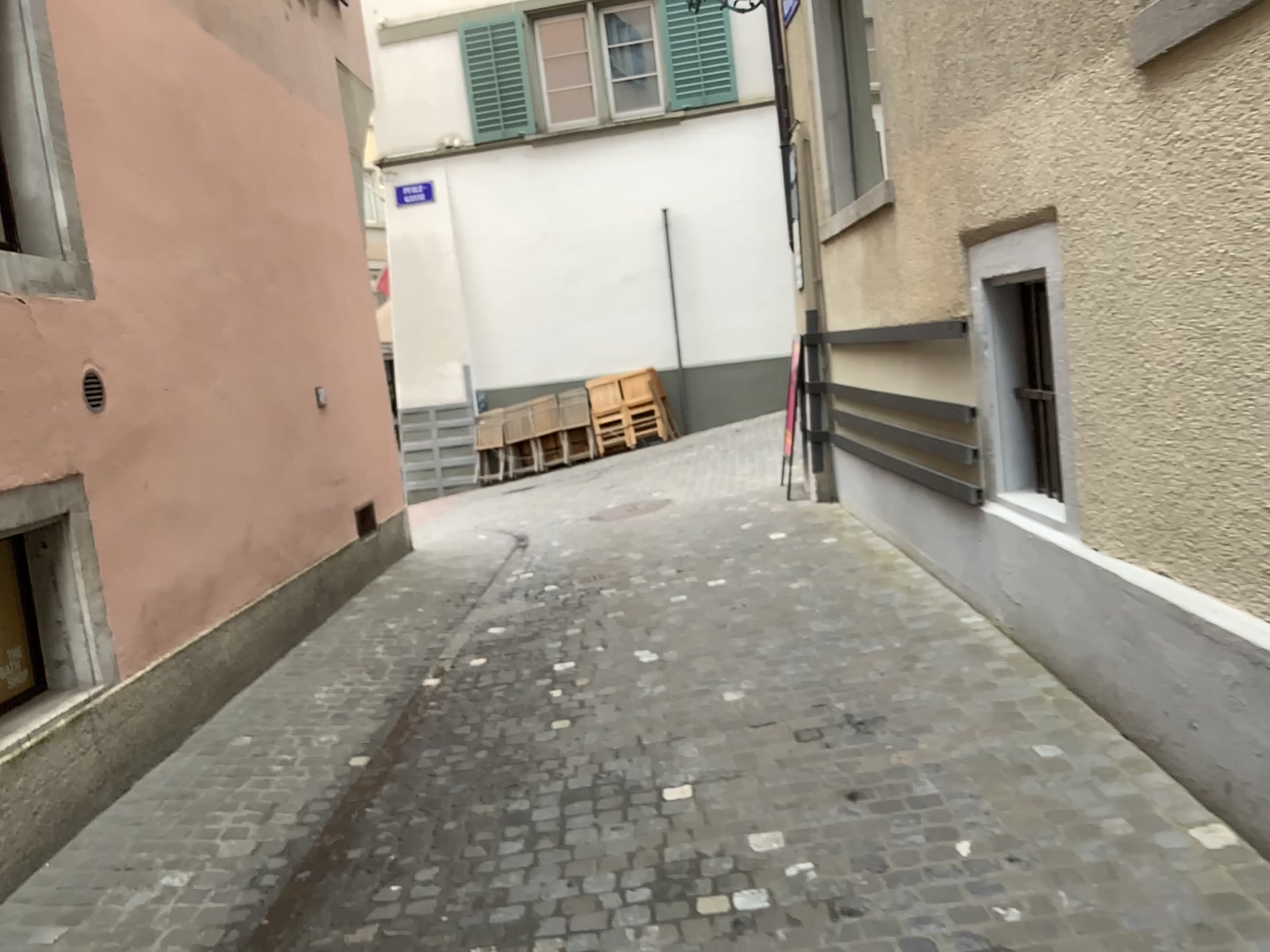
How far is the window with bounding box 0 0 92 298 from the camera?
3.9 meters

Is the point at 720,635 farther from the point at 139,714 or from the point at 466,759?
the point at 139,714

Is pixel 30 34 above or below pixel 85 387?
above

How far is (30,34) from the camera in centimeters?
391cm

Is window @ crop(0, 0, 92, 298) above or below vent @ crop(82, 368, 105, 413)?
above
